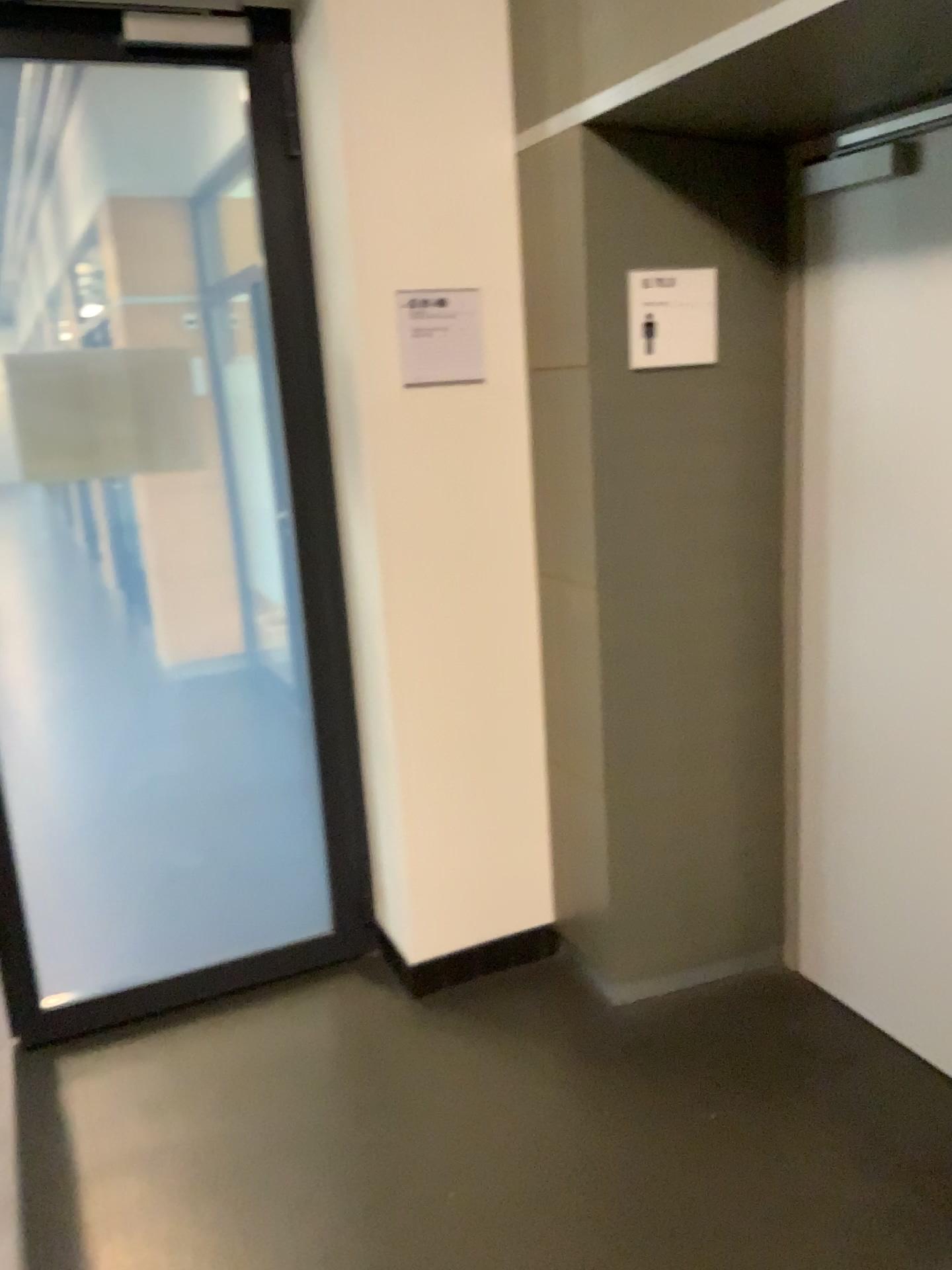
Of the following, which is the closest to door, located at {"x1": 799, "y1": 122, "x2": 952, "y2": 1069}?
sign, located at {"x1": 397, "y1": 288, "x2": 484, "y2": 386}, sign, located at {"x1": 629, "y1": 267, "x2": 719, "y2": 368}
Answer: sign, located at {"x1": 629, "y1": 267, "x2": 719, "y2": 368}

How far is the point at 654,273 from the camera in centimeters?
236cm

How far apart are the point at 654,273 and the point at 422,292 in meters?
0.5 m

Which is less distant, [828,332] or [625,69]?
[625,69]

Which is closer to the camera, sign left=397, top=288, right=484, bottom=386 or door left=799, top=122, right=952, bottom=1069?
door left=799, top=122, right=952, bottom=1069

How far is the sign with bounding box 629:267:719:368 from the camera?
2.4 meters

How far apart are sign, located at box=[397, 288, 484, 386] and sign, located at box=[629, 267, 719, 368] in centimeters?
40cm

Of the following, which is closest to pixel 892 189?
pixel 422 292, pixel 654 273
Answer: pixel 654 273

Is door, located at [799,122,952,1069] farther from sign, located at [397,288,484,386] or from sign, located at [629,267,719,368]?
sign, located at [397,288,484,386]
